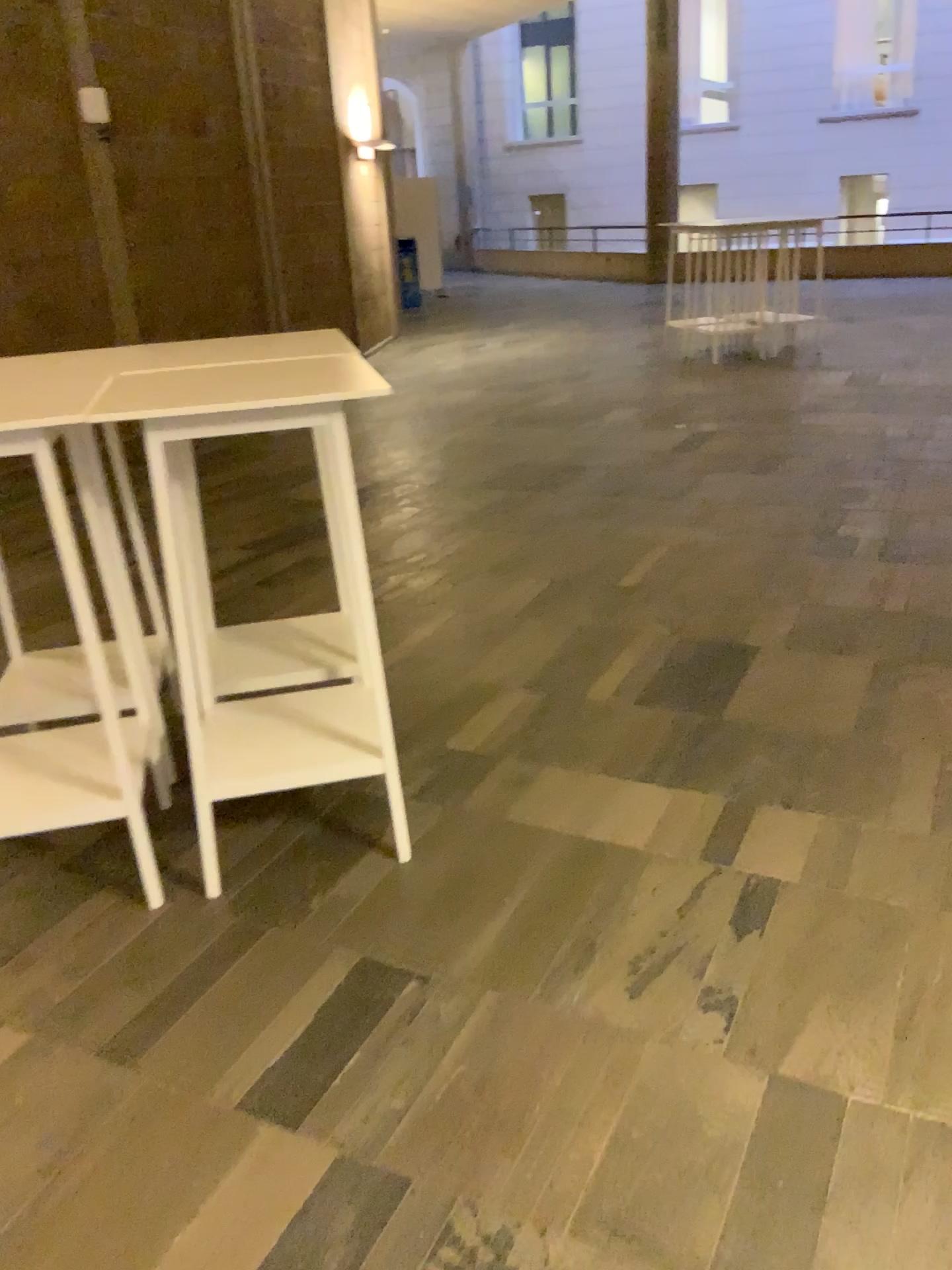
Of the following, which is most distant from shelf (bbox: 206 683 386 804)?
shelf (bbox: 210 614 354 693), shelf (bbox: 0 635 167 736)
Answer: Result: shelf (bbox: 0 635 167 736)

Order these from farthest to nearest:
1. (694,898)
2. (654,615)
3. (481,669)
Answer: (654,615)
(481,669)
(694,898)

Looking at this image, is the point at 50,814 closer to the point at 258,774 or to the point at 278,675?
the point at 258,774

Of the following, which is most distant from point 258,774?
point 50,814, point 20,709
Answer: point 20,709

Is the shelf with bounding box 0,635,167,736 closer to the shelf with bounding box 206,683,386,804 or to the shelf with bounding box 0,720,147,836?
the shelf with bounding box 0,720,147,836

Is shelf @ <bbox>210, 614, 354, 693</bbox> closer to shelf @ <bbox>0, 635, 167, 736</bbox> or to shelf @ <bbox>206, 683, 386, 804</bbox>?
shelf @ <bbox>206, 683, 386, 804</bbox>

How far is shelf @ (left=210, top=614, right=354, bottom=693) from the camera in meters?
3.0 m

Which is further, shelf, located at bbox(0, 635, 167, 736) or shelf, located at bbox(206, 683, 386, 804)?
shelf, located at bbox(0, 635, 167, 736)

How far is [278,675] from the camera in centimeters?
300cm

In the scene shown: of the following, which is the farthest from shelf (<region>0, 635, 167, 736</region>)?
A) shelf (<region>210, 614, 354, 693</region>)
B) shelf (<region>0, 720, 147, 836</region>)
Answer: shelf (<region>210, 614, 354, 693</region>)
